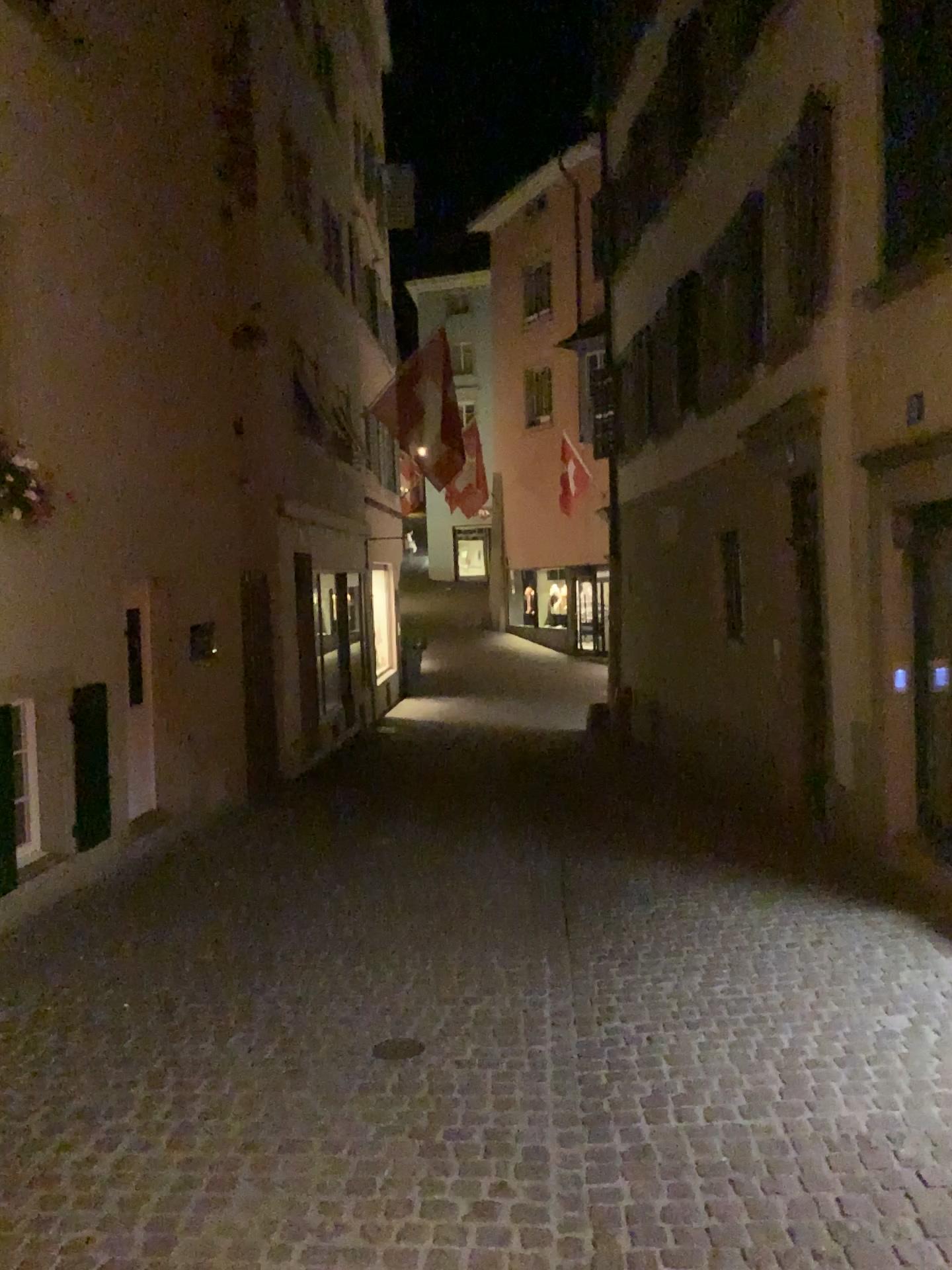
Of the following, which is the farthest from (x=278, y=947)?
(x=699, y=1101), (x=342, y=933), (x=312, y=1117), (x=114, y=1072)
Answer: (x=699, y=1101)
